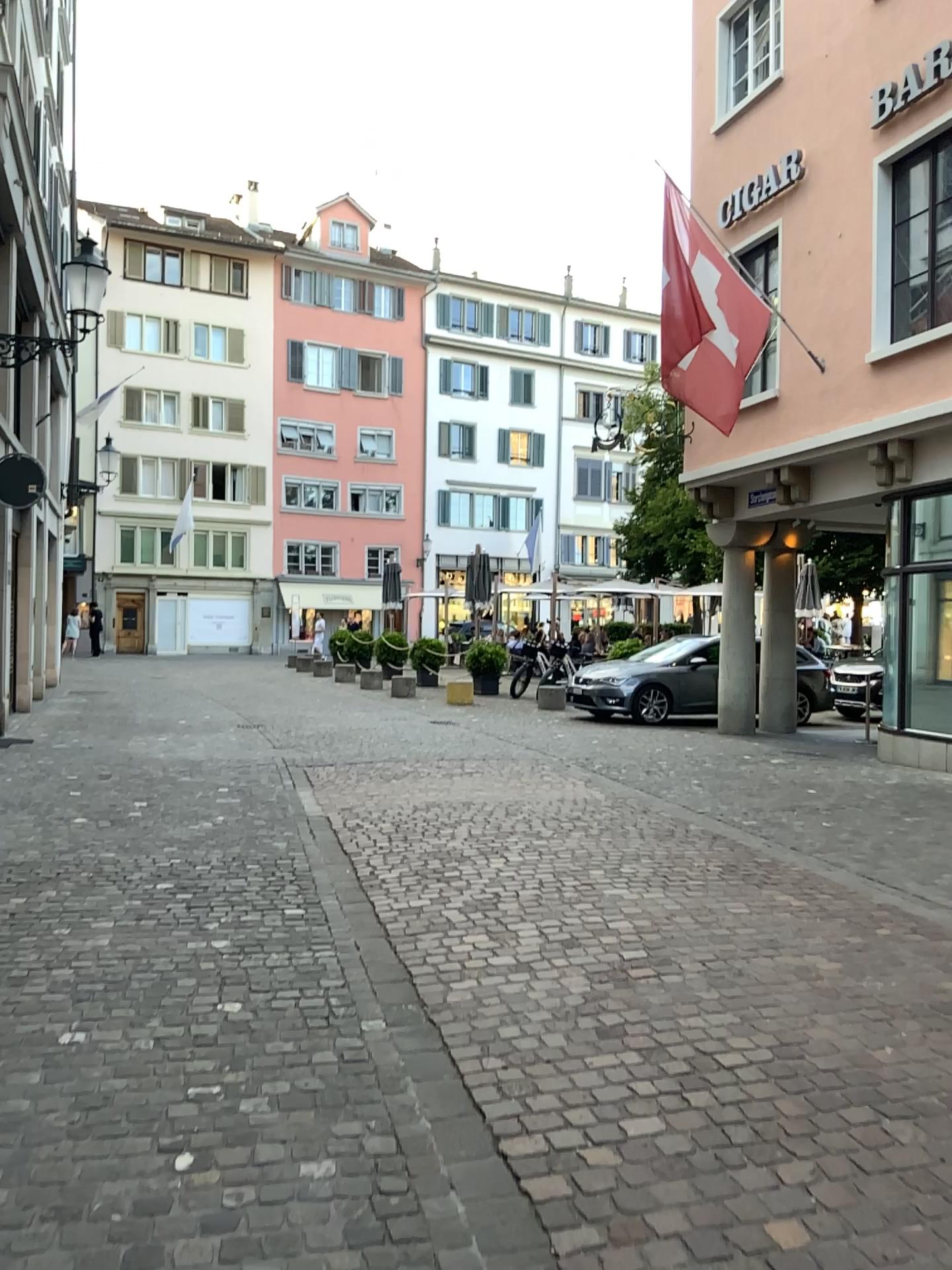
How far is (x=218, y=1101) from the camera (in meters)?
3.11
